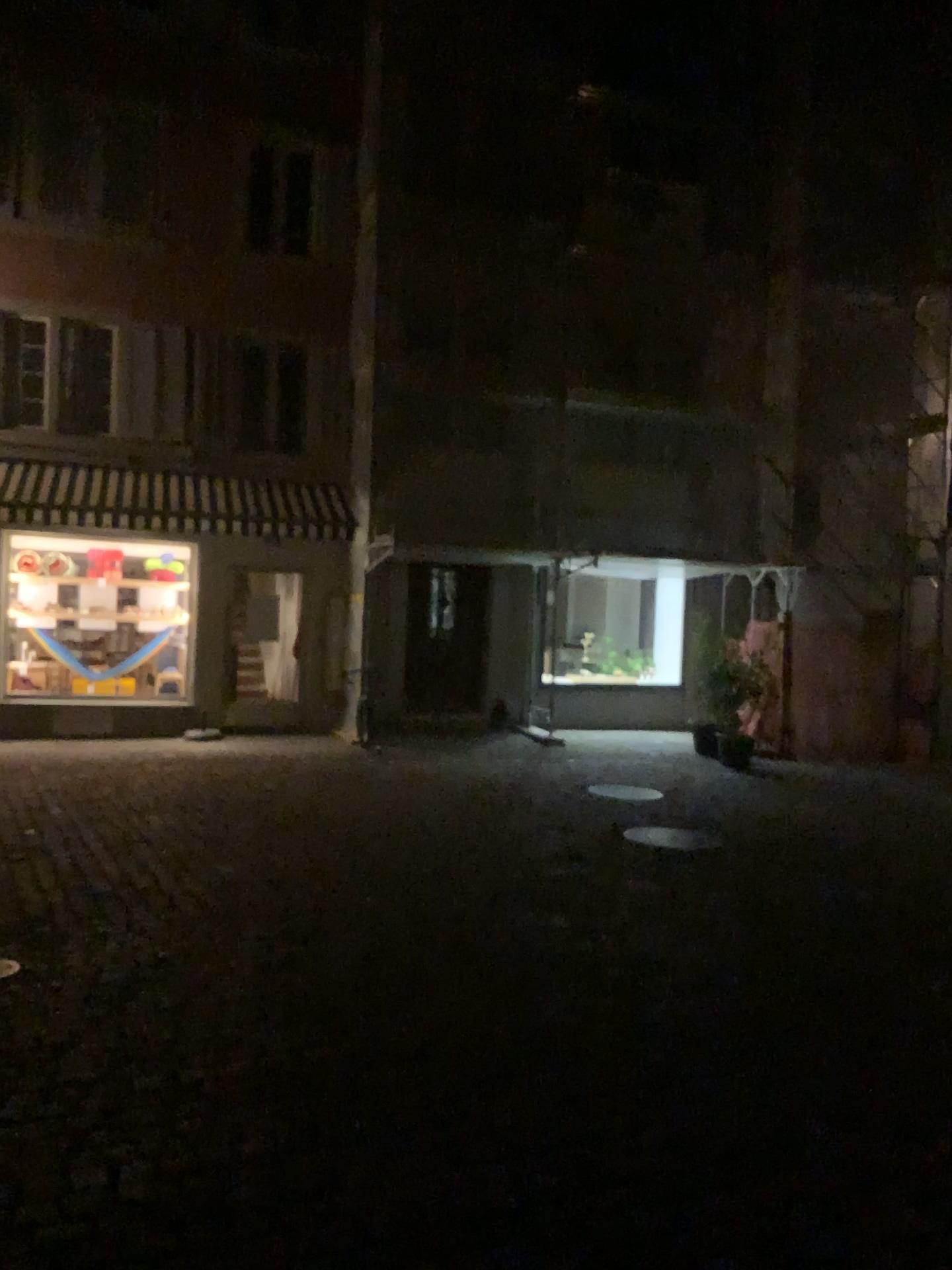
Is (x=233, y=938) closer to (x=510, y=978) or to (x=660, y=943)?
(x=510, y=978)
